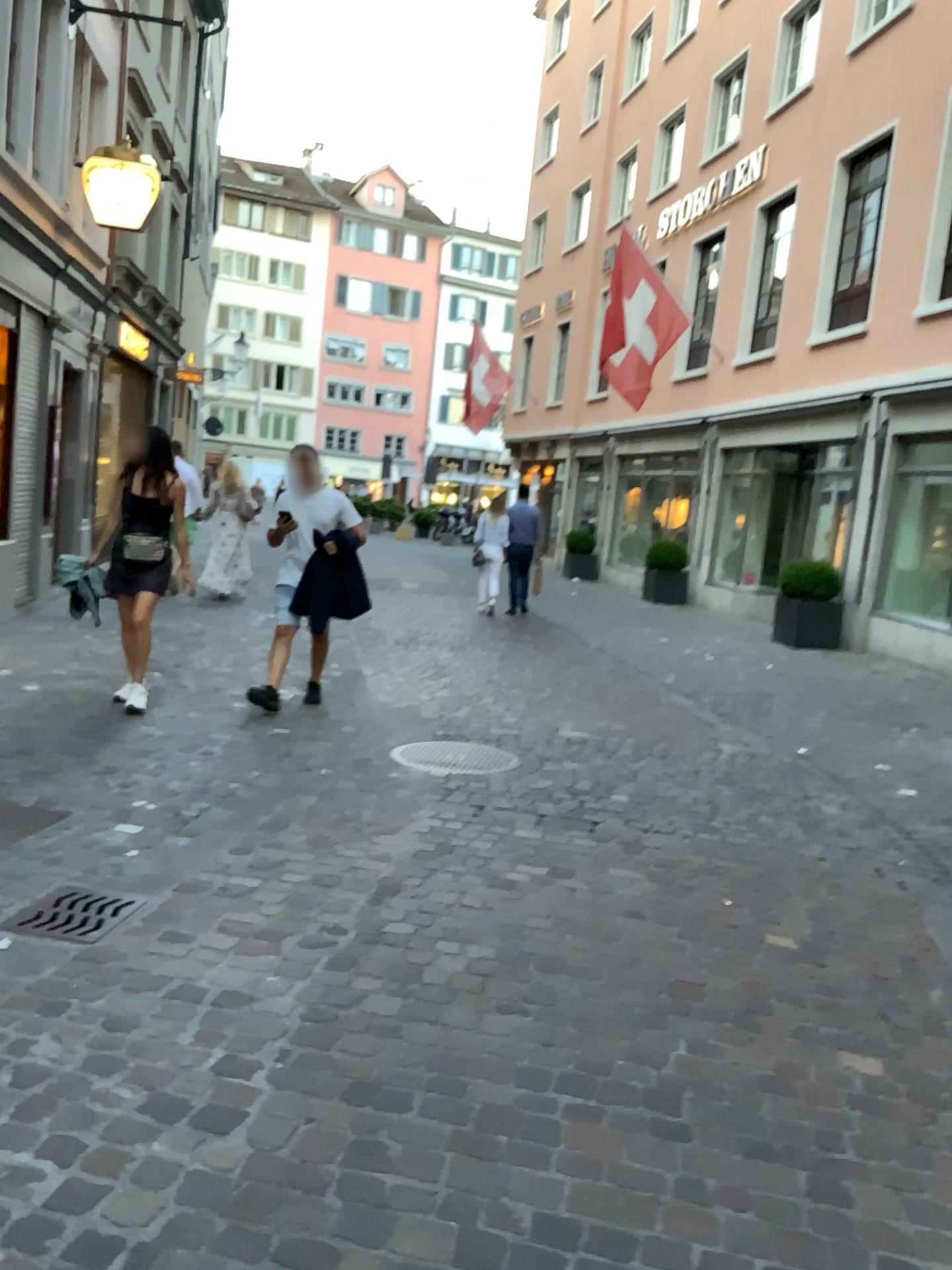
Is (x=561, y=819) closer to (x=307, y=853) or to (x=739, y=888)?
(x=739, y=888)

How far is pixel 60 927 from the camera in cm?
314

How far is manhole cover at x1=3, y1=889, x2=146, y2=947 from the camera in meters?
3.1
